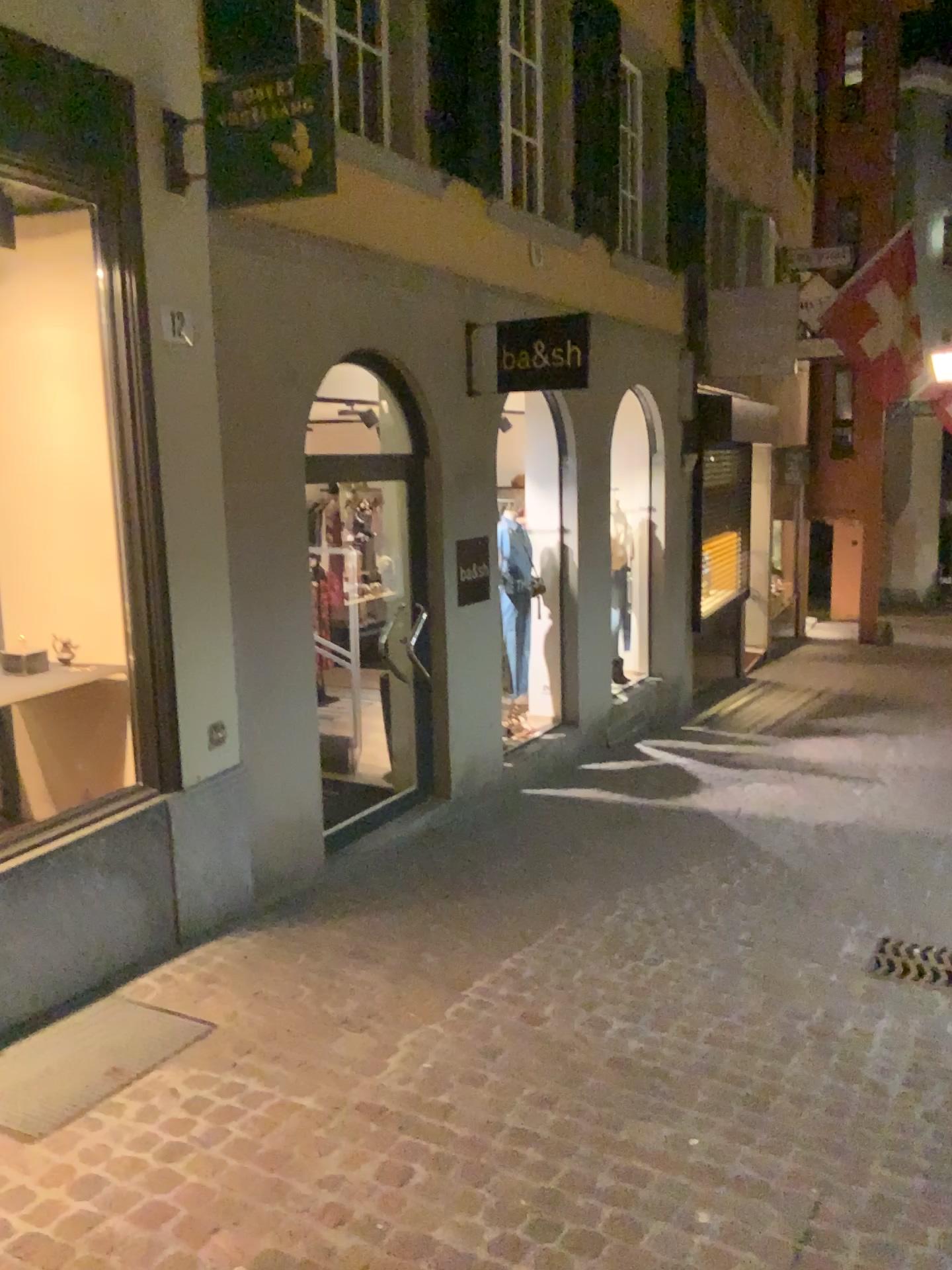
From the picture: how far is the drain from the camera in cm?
415

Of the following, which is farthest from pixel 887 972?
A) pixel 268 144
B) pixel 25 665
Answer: pixel 268 144

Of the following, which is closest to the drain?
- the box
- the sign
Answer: the box

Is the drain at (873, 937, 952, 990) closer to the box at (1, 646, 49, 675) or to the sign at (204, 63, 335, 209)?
the box at (1, 646, 49, 675)

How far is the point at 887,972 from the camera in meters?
4.2

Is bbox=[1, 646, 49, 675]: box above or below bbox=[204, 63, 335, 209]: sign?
below

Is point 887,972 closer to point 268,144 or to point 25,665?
point 25,665

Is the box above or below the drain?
above

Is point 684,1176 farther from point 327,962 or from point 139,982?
point 139,982
